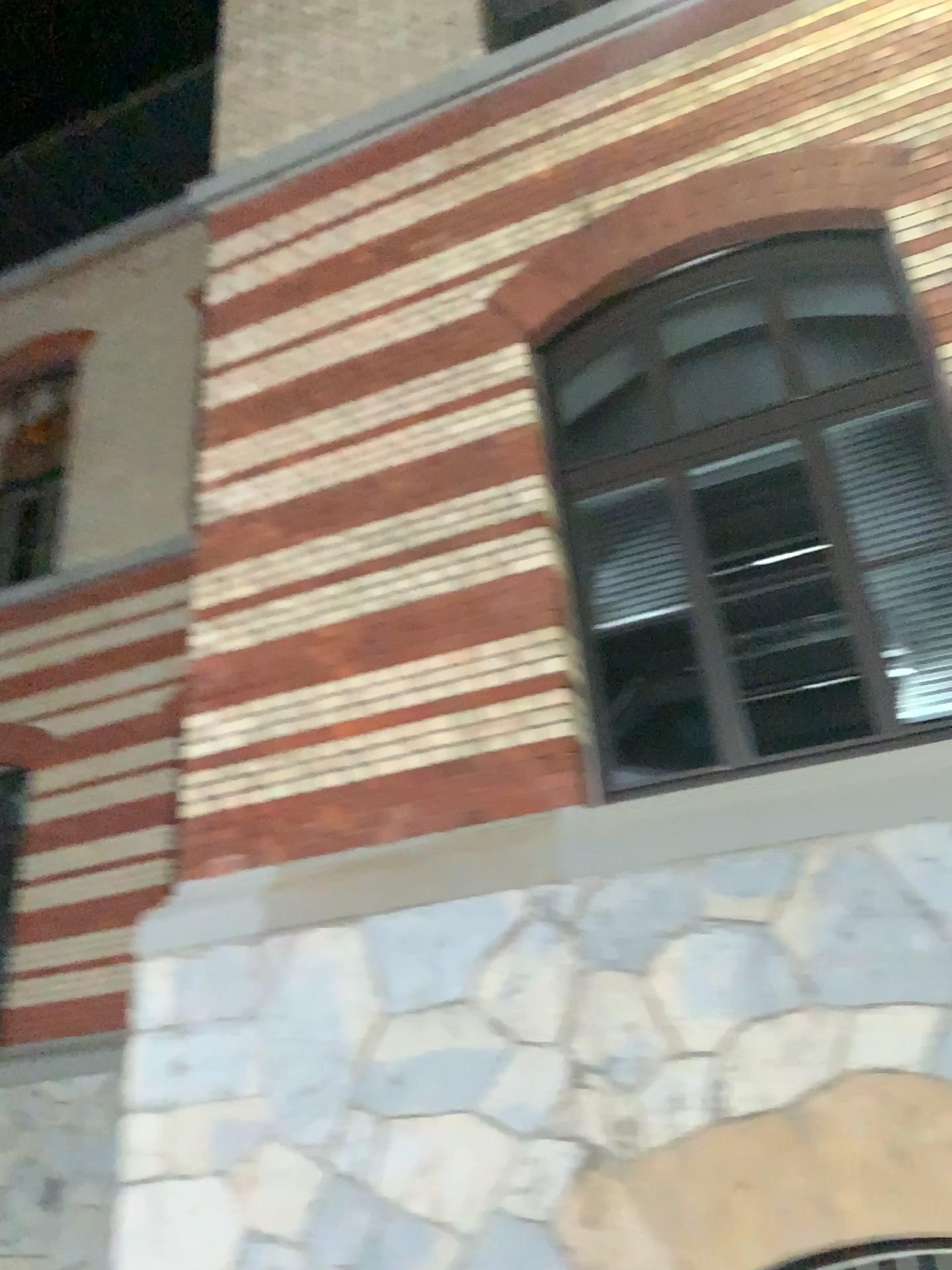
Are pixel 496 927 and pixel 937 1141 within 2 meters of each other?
yes

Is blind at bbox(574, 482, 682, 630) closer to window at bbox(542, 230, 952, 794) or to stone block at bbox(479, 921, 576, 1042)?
window at bbox(542, 230, 952, 794)

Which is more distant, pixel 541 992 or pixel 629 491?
pixel 629 491

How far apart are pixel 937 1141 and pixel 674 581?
2.3m

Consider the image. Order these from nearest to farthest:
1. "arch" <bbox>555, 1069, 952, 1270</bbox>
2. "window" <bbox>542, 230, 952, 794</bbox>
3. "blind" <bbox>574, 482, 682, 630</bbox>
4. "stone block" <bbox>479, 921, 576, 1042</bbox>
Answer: "arch" <bbox>555, 1069, 952, 1270</bbox>
"stone block" <bbox>479, 921, 576, 1042</bbox>
"window" <bbox>542, 230, 952, 794</bbox>
"blind" <bbox>574, 482, 682, 630</bbox>

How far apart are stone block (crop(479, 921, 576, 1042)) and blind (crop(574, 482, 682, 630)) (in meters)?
1.40

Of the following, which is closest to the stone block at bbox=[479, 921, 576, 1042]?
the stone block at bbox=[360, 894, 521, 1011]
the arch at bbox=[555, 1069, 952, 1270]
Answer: the stone block at bbox=[360, 894, 521, 1011]

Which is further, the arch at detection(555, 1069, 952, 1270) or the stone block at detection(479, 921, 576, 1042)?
the stone block at detection(479, 921, 576, 1042)

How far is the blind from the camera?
4.6 meters

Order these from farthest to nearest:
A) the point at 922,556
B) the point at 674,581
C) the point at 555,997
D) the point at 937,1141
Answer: the point at 674,581, the point at 922,556, the point at 555,997, the point at 937,1141
